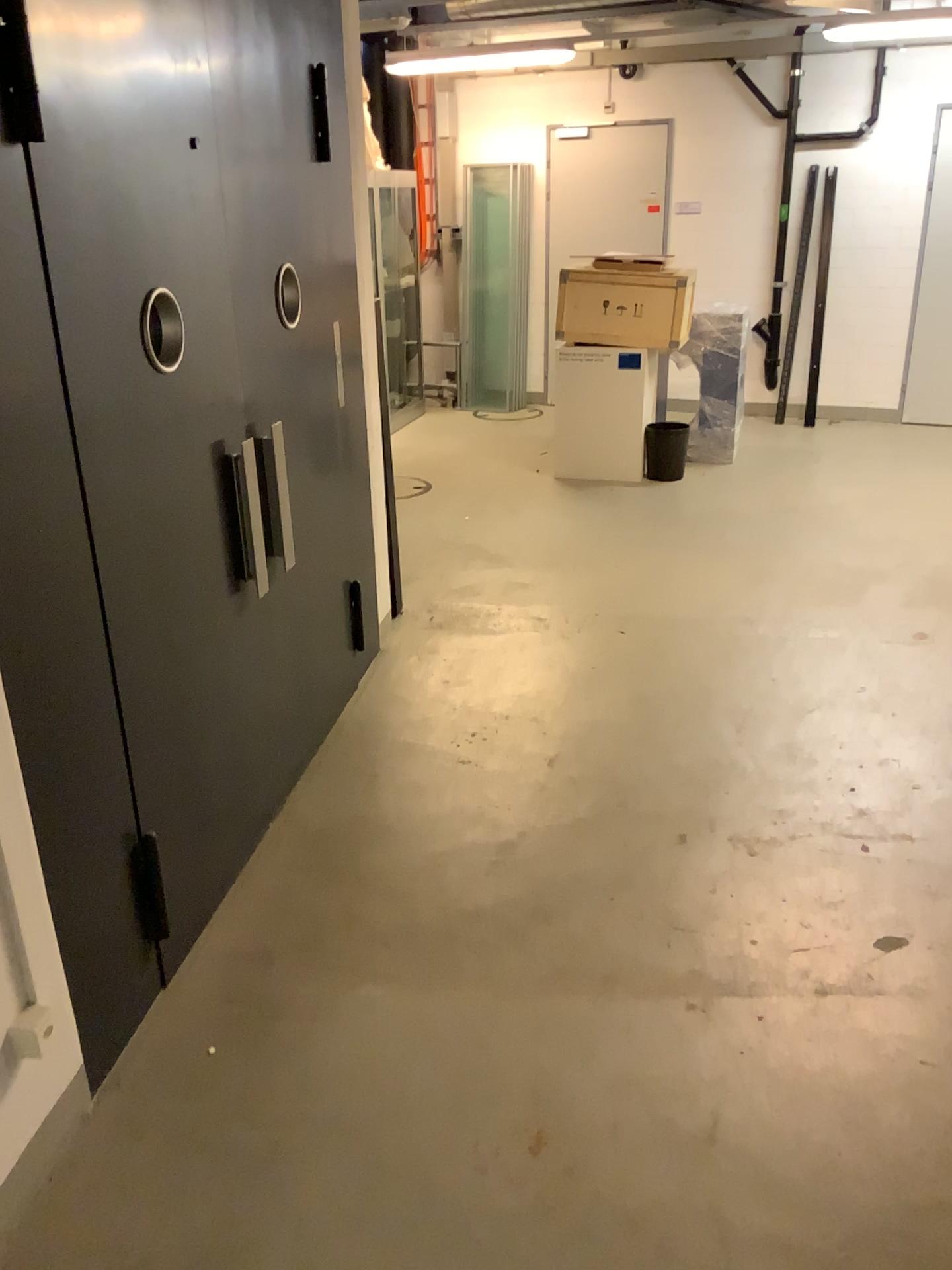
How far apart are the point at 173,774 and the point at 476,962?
0.91m

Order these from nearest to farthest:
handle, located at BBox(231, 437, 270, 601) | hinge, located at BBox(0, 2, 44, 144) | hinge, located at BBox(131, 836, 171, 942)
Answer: hinge, located at BBox(0, 2, 44, 144), hinge, located at BBox(131, 836, 171, 942), handle, located at BBox(231, 437, 270, 601)

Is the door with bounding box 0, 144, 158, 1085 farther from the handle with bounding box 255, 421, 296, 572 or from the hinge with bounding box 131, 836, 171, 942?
the handle with bounding box 255, 421, 296, 572

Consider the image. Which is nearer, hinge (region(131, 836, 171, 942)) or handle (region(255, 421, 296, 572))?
hinge (region(131, 836, 171, 942))

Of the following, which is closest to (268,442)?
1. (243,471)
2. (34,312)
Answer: (243,471)

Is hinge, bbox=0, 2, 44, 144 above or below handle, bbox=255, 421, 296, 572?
above

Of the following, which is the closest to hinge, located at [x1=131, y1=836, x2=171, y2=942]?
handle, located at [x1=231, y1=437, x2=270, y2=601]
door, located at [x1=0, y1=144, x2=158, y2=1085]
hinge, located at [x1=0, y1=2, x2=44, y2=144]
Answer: door, located at [x1=0, y1=144, x2=158, y2=1085]

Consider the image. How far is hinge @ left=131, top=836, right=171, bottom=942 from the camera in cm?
241

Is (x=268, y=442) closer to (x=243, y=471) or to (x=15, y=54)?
(x=243, y=471)

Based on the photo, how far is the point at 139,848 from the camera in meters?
2.4 m
